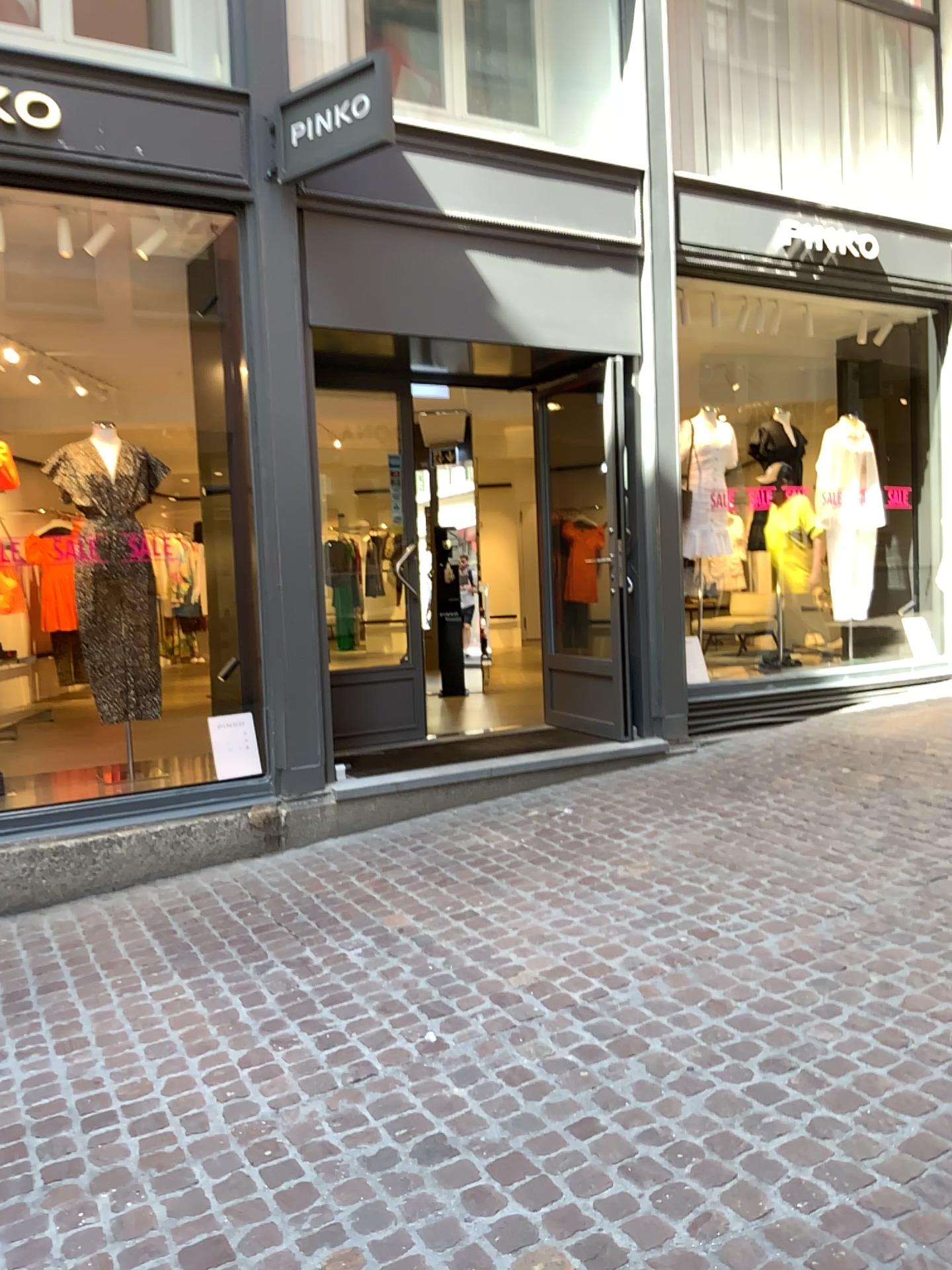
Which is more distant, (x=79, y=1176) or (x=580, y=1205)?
(x=79, y=1176)
